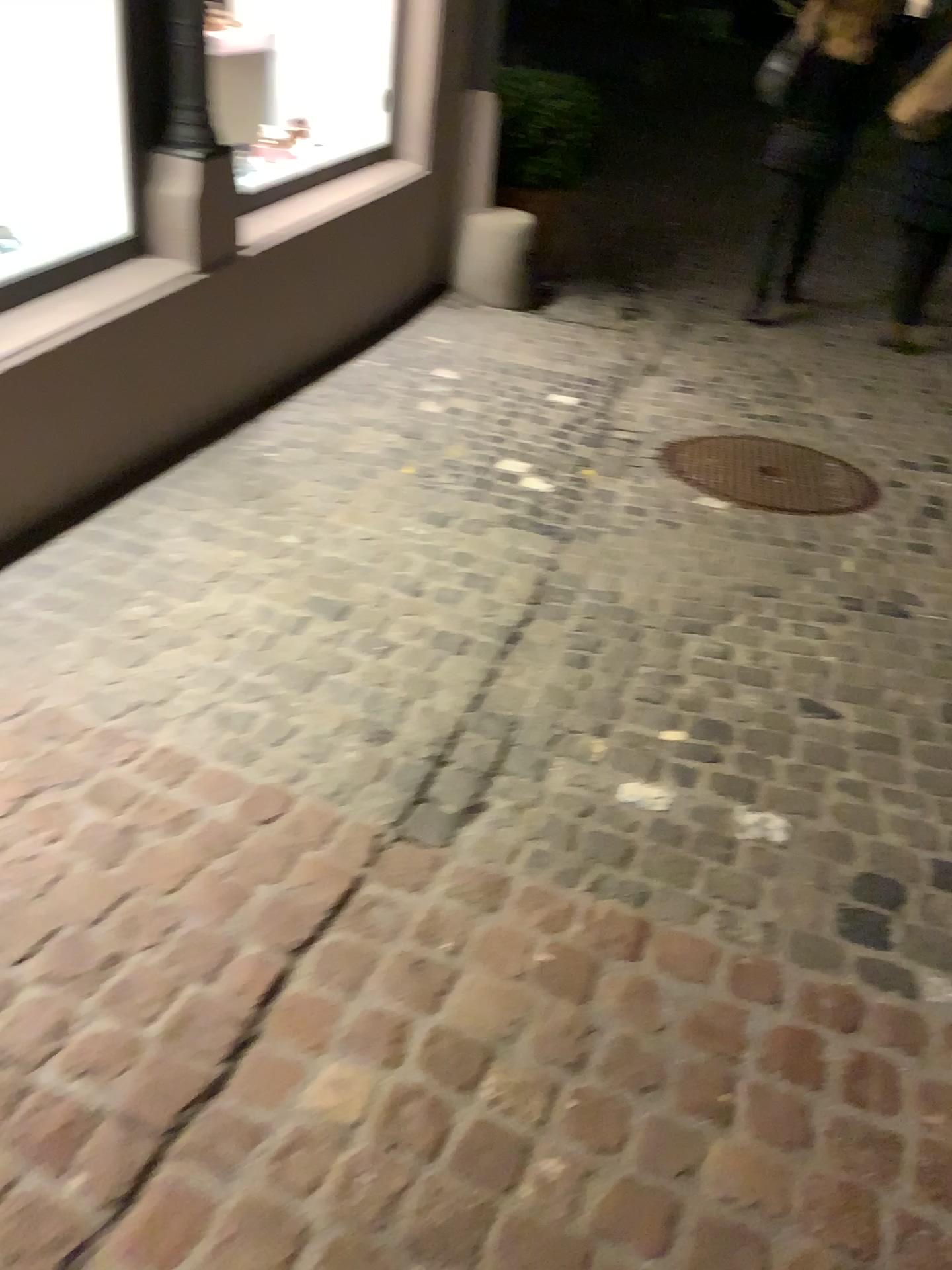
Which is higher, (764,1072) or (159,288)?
(159,288)

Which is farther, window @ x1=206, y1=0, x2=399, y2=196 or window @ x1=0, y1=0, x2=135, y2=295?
window @ x1=206, y1=0, x2=399, y2=196

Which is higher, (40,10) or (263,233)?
(40,10)

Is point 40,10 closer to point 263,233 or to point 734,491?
point 263,233

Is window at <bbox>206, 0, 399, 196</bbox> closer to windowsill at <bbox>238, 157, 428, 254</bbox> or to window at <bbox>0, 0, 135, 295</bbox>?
windowsill at <bbox>238, 157, 428, 254</bbox>

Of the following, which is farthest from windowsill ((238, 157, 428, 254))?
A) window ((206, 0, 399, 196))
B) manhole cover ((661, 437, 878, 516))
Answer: manhole cover ((661, 437, 878, 516))

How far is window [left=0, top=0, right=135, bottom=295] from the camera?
2.8m

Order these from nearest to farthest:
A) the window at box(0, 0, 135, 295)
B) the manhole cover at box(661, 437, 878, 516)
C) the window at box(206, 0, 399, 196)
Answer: the window at box(0, 0, 135, 295) → the manhole cover at box(661, 437, 878, 516) → the window at box(206, 0, 399, 196)

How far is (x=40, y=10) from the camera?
2.76m

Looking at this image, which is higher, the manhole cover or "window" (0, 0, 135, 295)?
"window" (0, 0, 135, 295)
